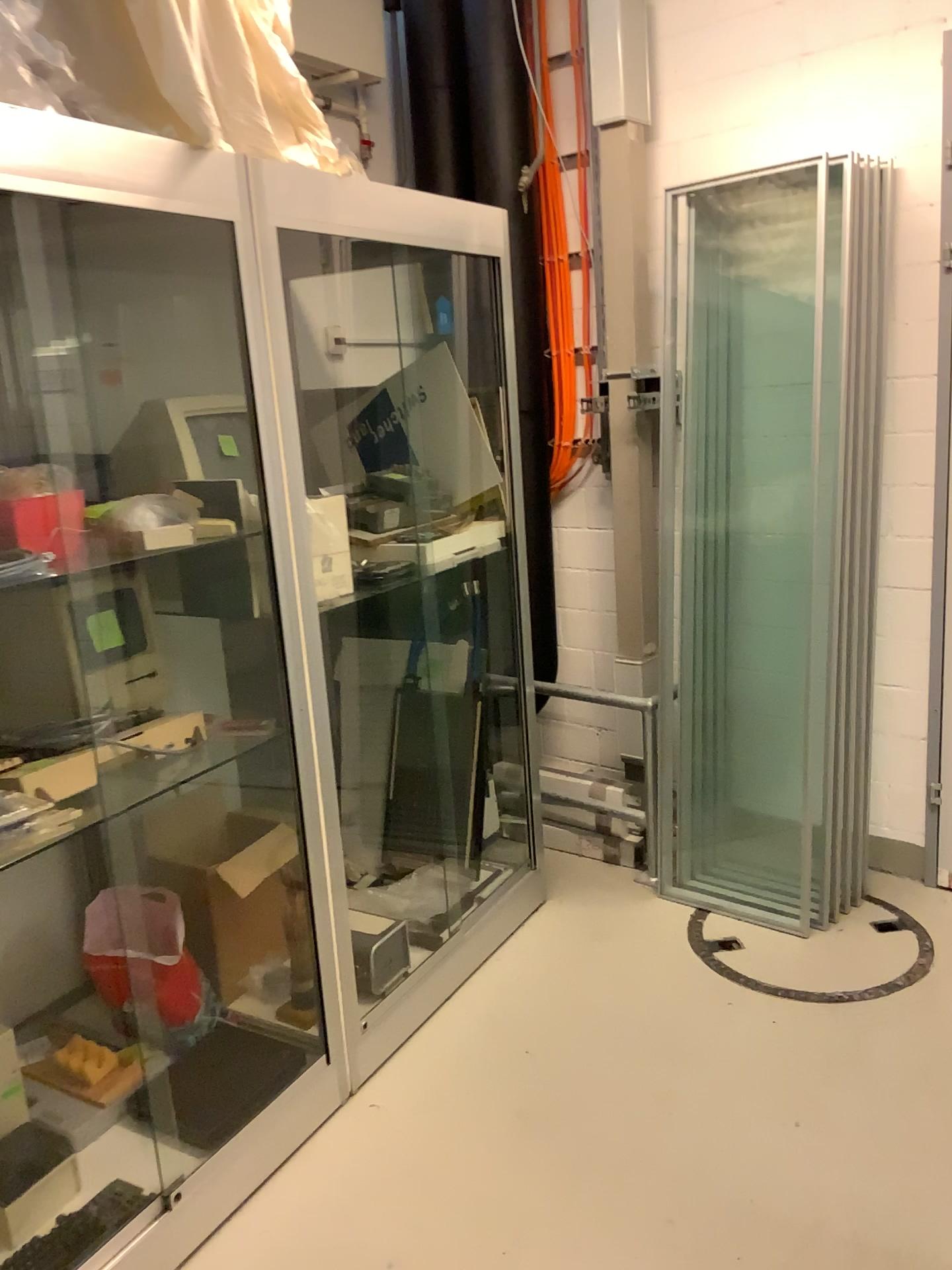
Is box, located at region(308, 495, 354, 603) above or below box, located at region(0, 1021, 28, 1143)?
above

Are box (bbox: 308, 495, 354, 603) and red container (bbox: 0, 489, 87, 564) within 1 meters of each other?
yes

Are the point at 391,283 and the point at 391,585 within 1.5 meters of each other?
yes

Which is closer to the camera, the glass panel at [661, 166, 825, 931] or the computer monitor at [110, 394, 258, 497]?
the computer monitor at [110, 394, 258, 497]

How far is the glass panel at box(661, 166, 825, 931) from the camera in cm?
312

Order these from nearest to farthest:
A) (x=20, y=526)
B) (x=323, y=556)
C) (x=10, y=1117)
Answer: (x=20, y=526)
(x=10, y=1117)
(x=323, y=556)

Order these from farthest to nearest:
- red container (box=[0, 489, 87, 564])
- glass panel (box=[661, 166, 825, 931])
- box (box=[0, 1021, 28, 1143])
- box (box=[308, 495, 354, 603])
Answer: glass panel (box=[661, 166, 825, 931]), box (box=[308, 495, 354, 603]), box (box=[0, 1021, 28, 1143]), red container (box=[0, 489, 87, 564])

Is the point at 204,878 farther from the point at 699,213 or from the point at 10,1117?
the point at 699,213

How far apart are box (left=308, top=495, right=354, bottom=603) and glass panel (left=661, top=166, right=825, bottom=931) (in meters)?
1.11

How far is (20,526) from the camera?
1.8 meters
